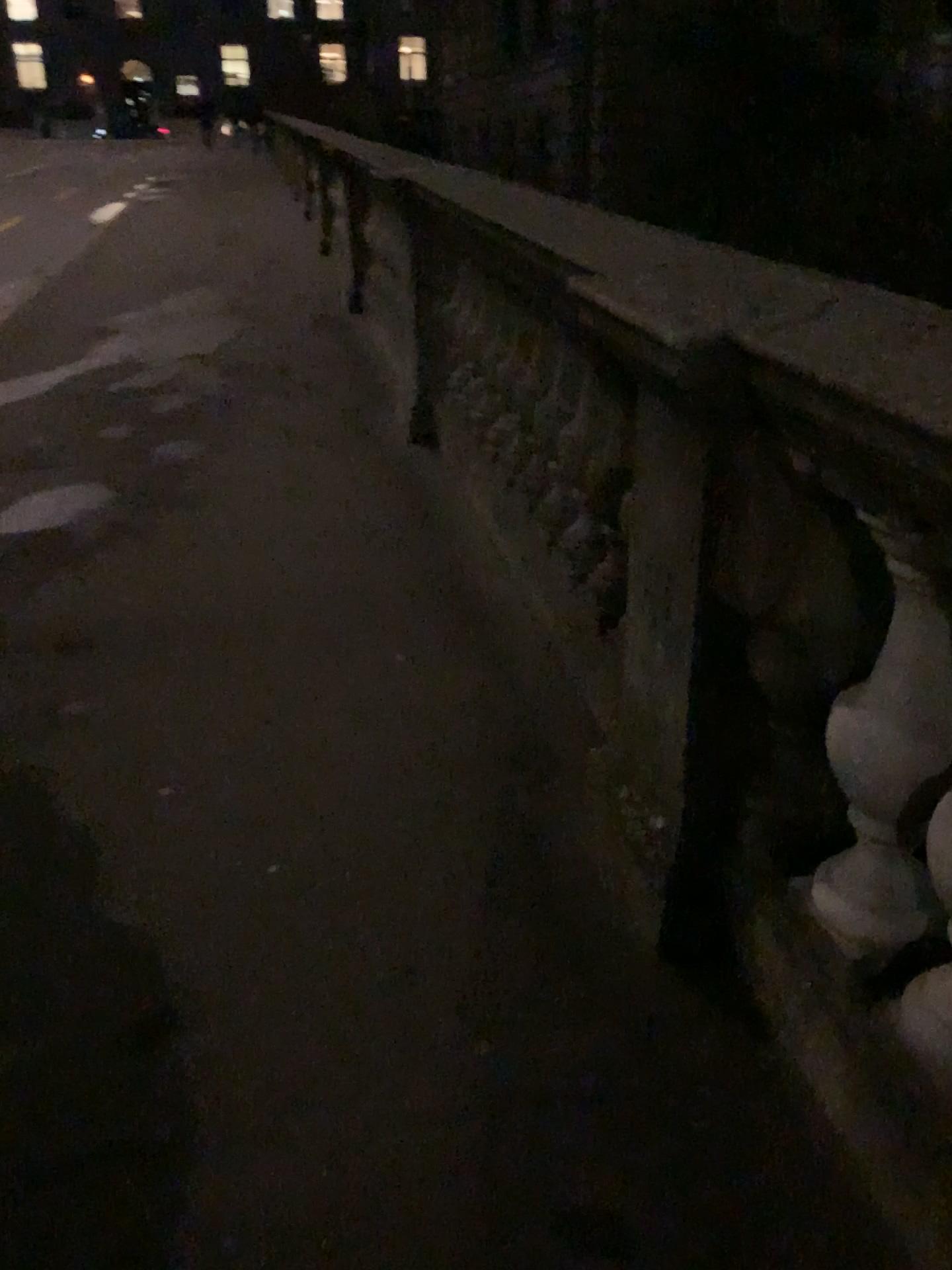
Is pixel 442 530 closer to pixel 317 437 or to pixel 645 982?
pixel 317 437
